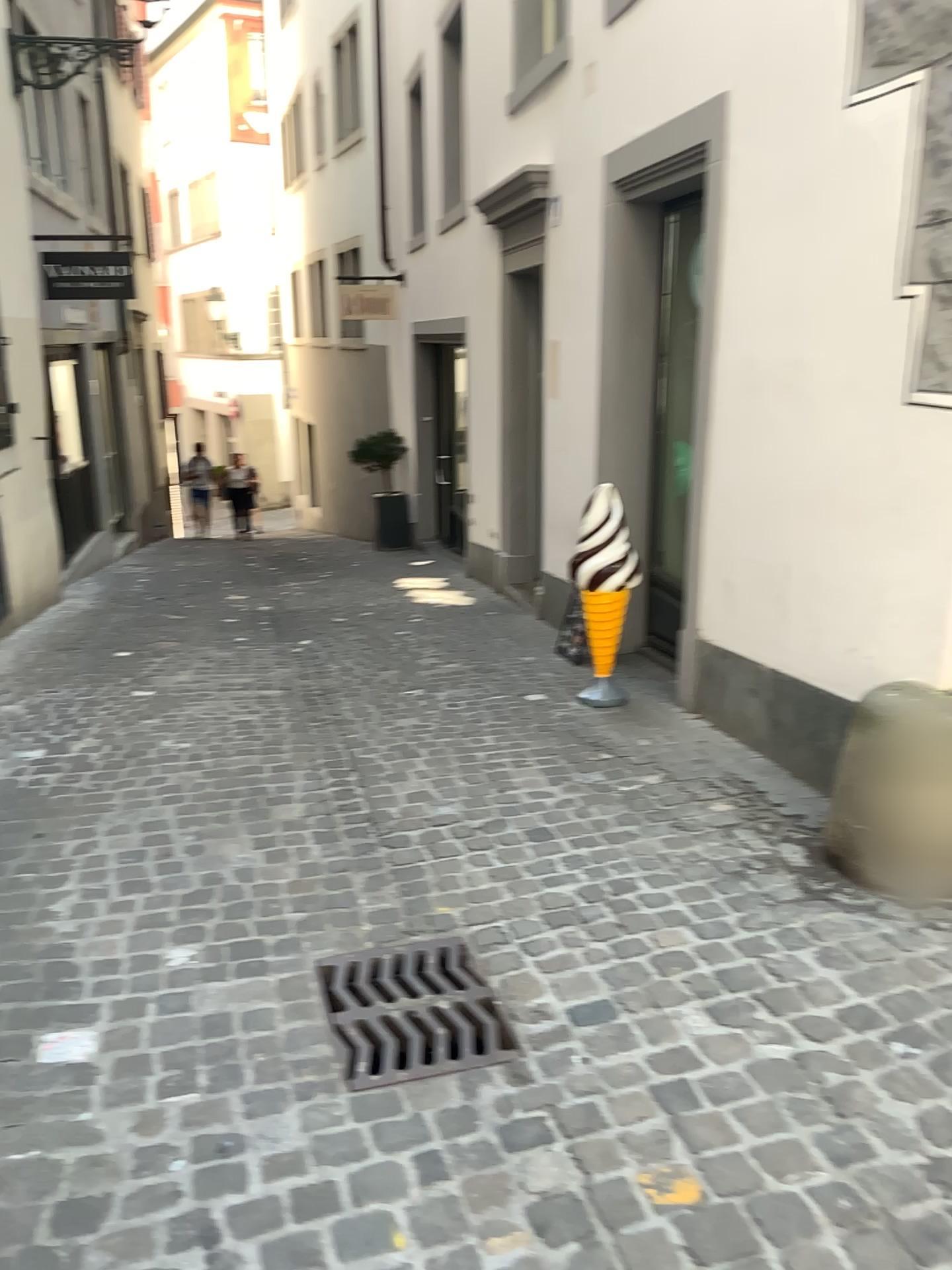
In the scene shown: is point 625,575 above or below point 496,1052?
above

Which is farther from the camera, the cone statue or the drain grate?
the cone statue

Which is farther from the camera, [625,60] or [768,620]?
[625,60]

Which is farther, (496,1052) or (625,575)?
(625,575)
